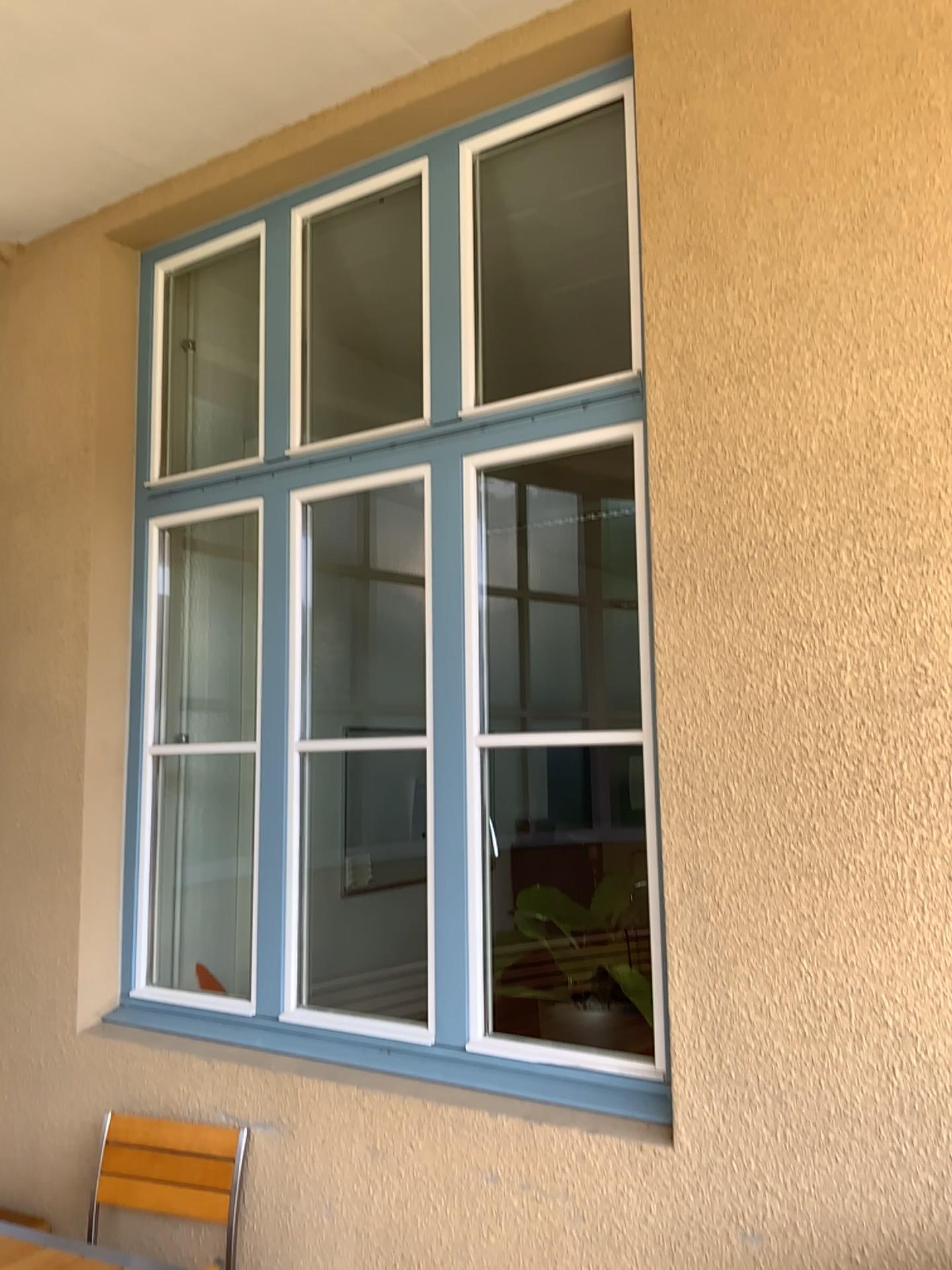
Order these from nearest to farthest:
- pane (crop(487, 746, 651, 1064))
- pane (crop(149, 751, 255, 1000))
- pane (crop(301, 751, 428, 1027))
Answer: pane (crop(487, 746, 651, 1064)) → pane (crop(149, 751, 255, 1000)) → pane (crop(301, 751, 428, 1027))

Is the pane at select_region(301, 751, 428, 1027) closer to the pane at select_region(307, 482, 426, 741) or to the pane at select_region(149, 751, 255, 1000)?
the pane at select_region(307, 482, 426, 741)

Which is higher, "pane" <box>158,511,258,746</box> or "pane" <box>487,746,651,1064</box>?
"pane" <box>158,511,258,746</box>

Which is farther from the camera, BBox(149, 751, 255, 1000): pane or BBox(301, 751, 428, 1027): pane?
BBox(301, 751, 428, 1027): pane

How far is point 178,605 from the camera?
3.82m

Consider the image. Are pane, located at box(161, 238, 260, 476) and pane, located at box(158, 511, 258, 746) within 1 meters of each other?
yes

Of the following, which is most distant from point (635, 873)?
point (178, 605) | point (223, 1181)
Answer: point (178, 605)

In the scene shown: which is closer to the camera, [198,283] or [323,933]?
[198,283]

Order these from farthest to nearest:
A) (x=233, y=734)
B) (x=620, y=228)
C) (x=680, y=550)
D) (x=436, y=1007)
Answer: (x=233, y=734) < (x=620, y=228) < (x=436, y=1007) < (x=680, y=550)

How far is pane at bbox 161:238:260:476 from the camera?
3.8 meters
